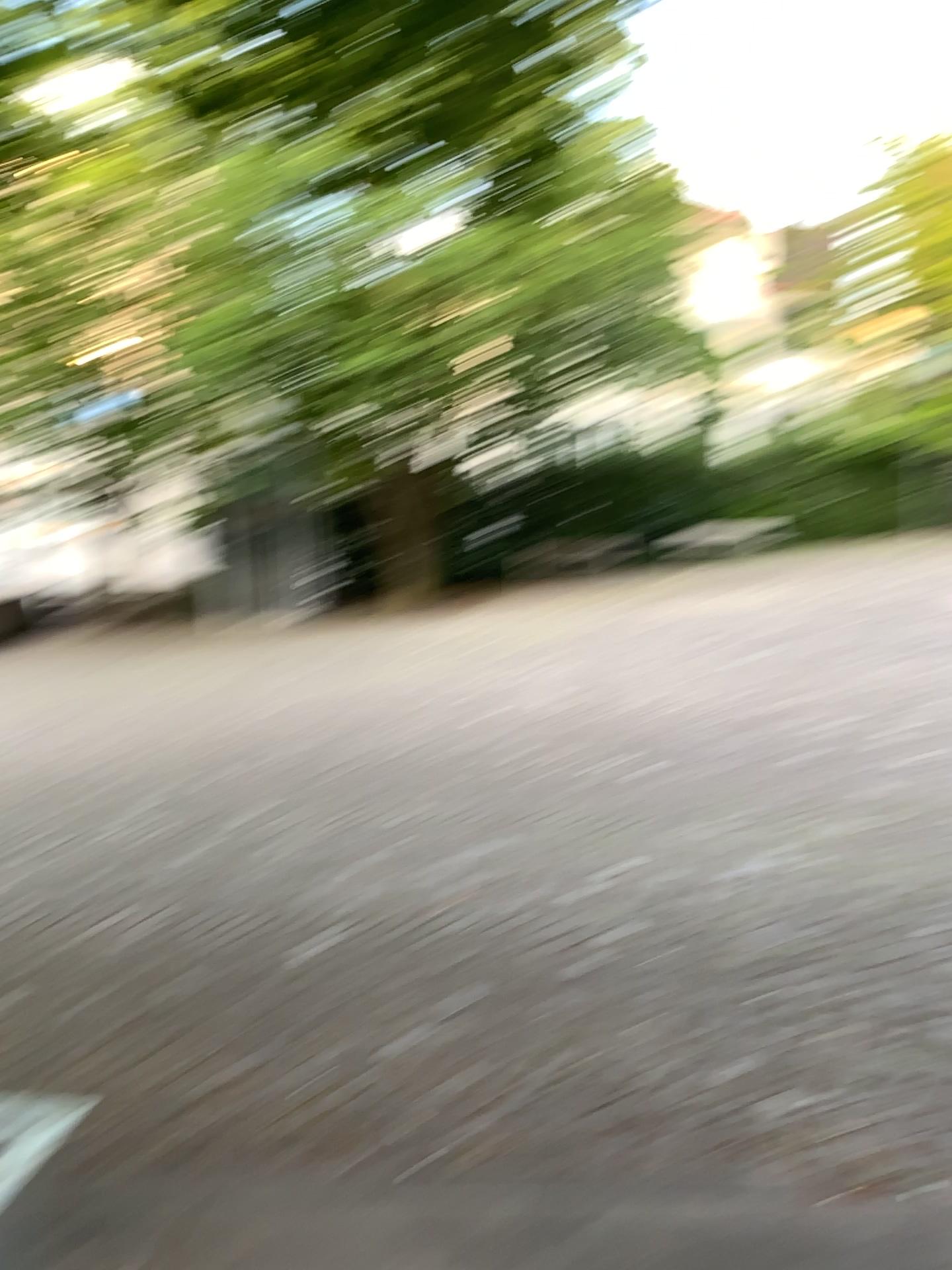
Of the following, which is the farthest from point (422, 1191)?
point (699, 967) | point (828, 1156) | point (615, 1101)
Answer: point (699, 967)
